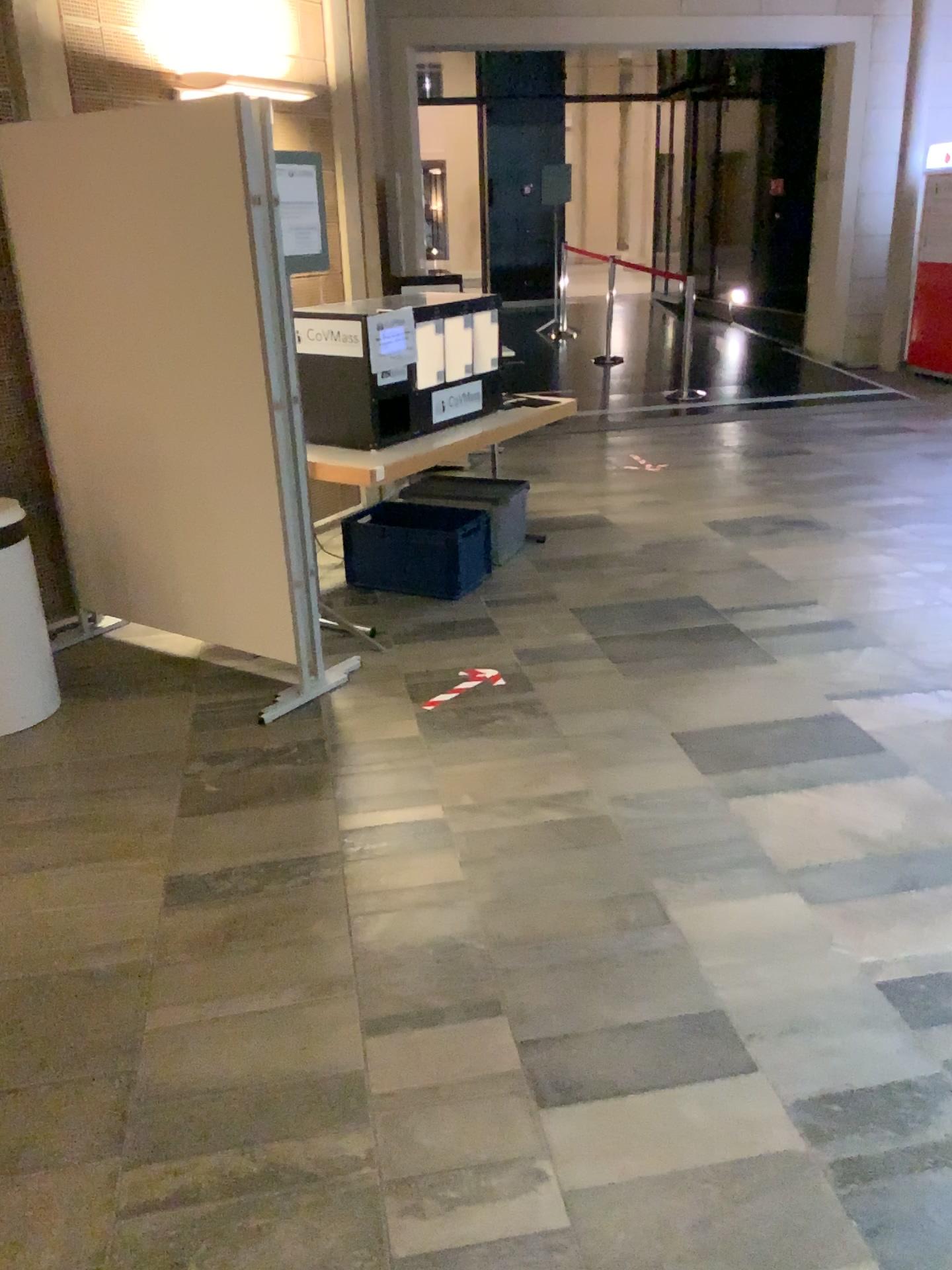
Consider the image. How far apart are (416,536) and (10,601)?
1.8m

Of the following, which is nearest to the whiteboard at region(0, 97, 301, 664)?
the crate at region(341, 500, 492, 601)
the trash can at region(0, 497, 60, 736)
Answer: the trash can at region(0, 497, 60, 736)

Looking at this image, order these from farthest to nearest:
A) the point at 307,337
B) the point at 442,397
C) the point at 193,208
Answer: the point at 442,397
the point at 307,337
the point at 193,208

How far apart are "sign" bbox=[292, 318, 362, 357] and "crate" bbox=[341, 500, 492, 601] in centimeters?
90cm

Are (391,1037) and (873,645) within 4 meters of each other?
yes

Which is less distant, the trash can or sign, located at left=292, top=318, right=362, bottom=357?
the trash can

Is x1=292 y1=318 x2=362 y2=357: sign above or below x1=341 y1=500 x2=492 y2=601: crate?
above

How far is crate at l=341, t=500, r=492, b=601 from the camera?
4.73m

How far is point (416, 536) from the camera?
4.7m

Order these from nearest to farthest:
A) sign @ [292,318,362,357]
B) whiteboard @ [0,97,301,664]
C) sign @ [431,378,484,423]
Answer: whiteboard @ [0,97,301,664], sign @ [292,318,362,357], sign @ [431,378,484,423]
